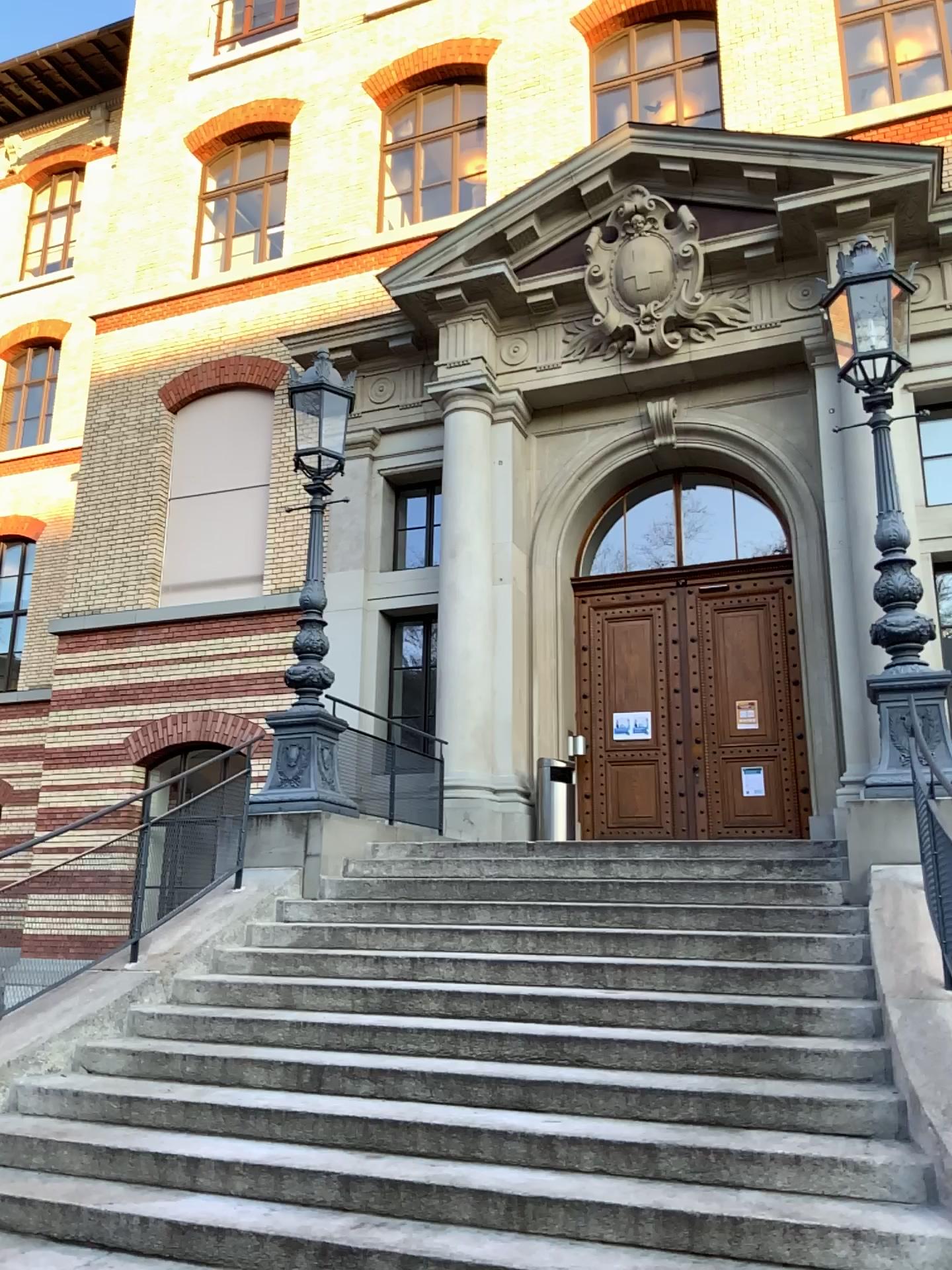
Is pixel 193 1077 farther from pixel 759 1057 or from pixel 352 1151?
pixel 759 1057
